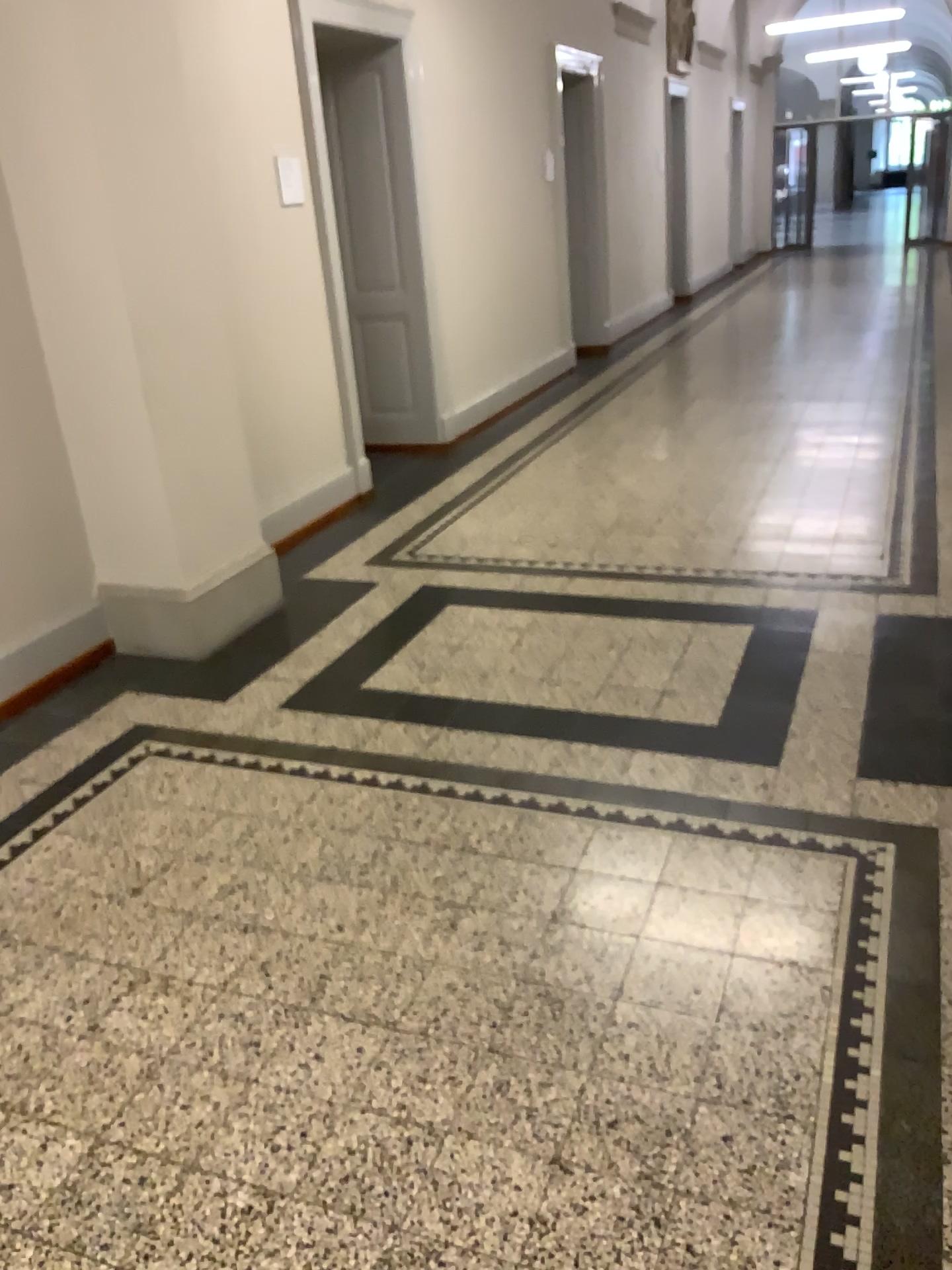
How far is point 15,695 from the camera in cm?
367

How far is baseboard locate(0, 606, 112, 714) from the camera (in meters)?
3.67

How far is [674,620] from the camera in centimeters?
401cm
